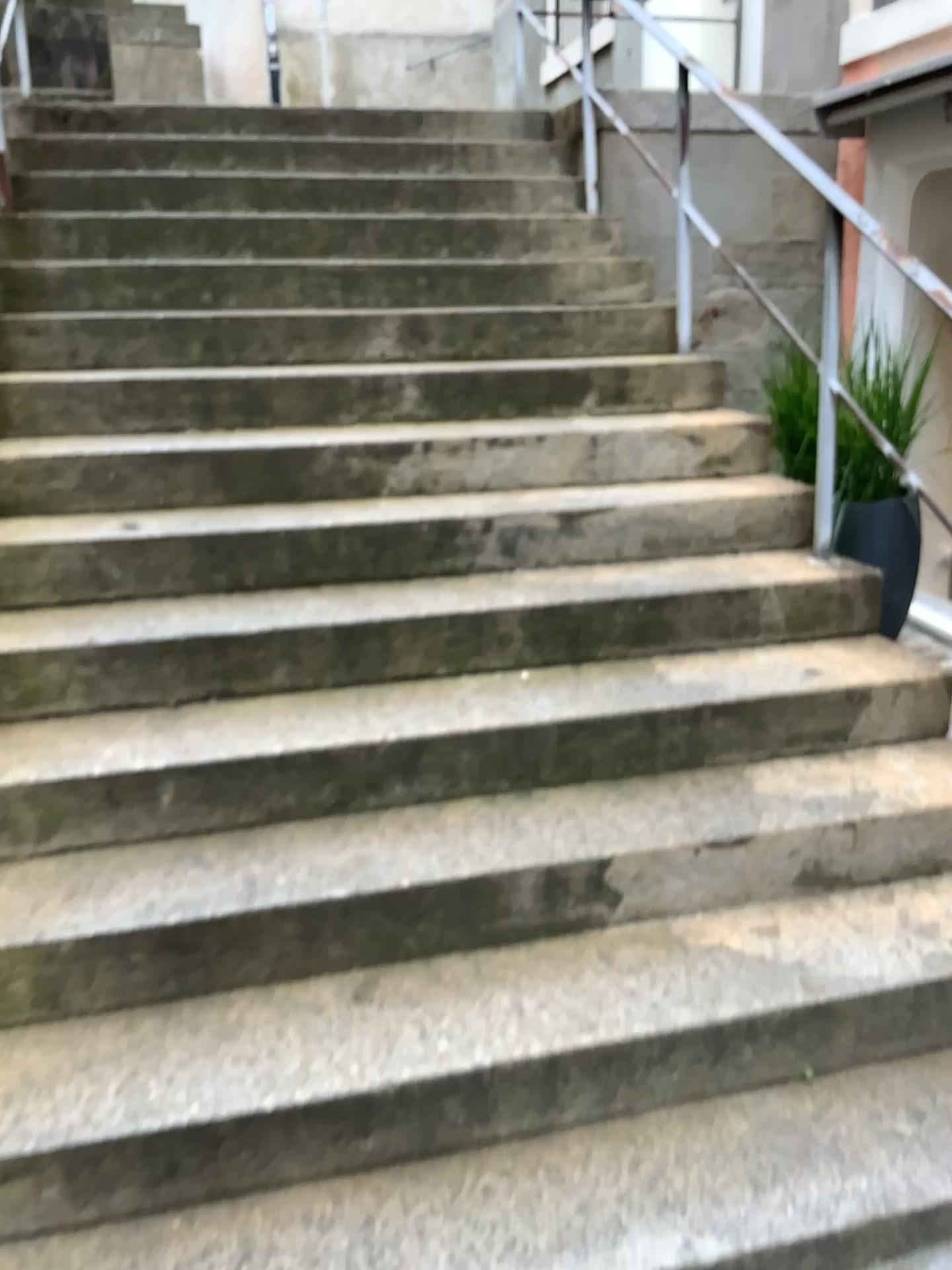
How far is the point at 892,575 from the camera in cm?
360

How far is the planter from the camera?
3.6 meters

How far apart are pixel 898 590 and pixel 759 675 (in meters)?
1.29
